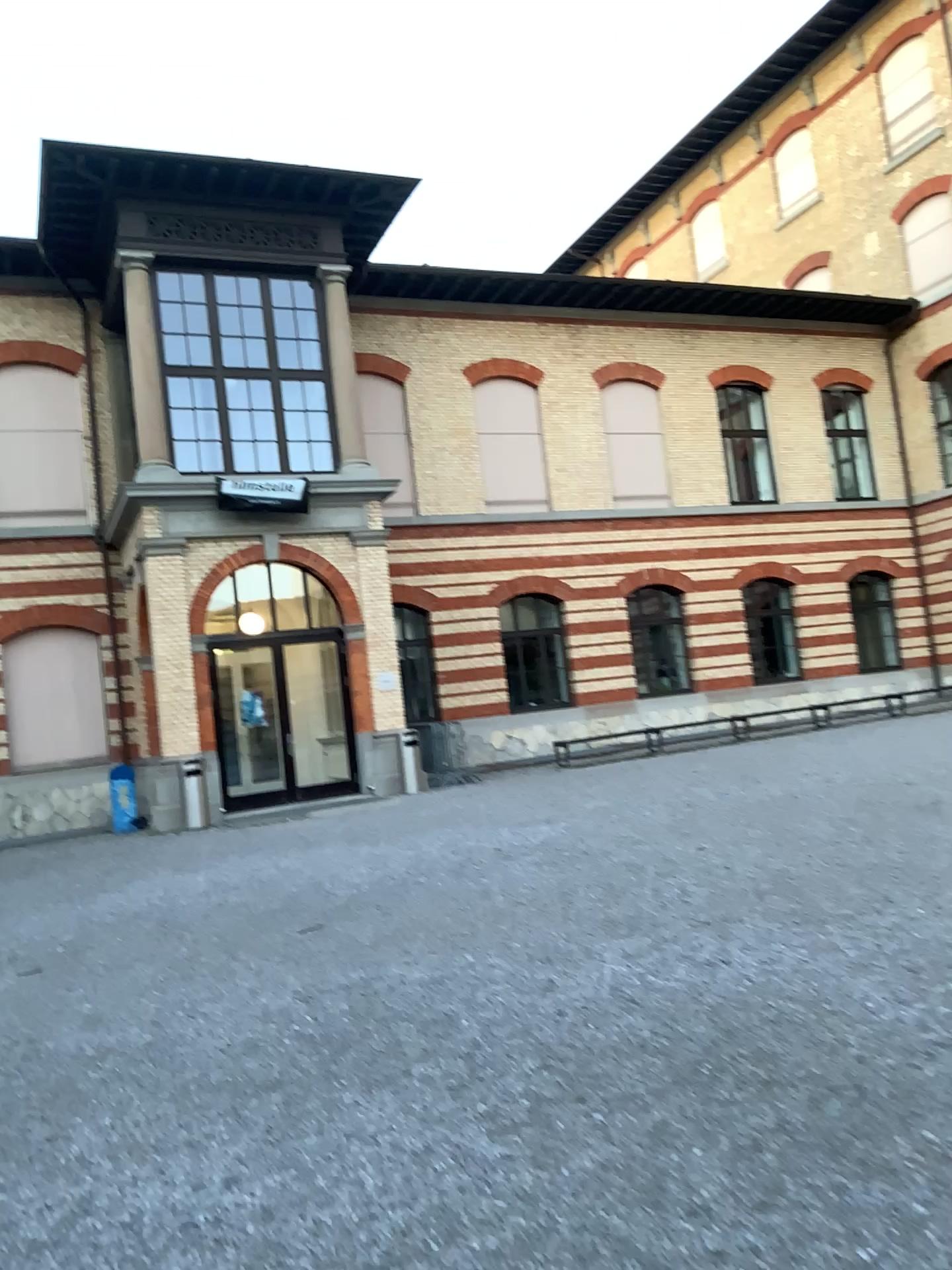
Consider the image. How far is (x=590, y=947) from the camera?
5.7m
